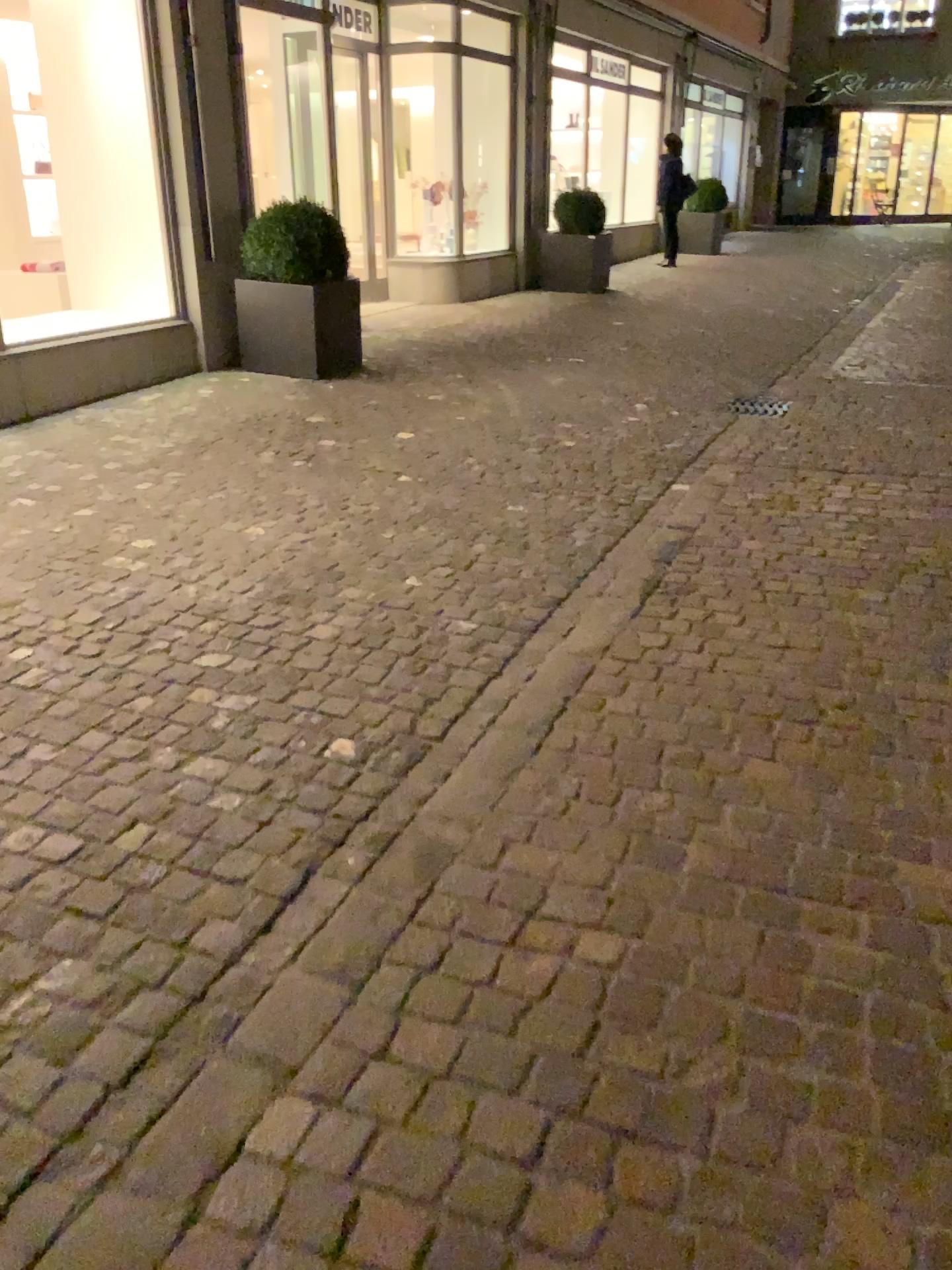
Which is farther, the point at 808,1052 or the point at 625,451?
the point at 625,451
